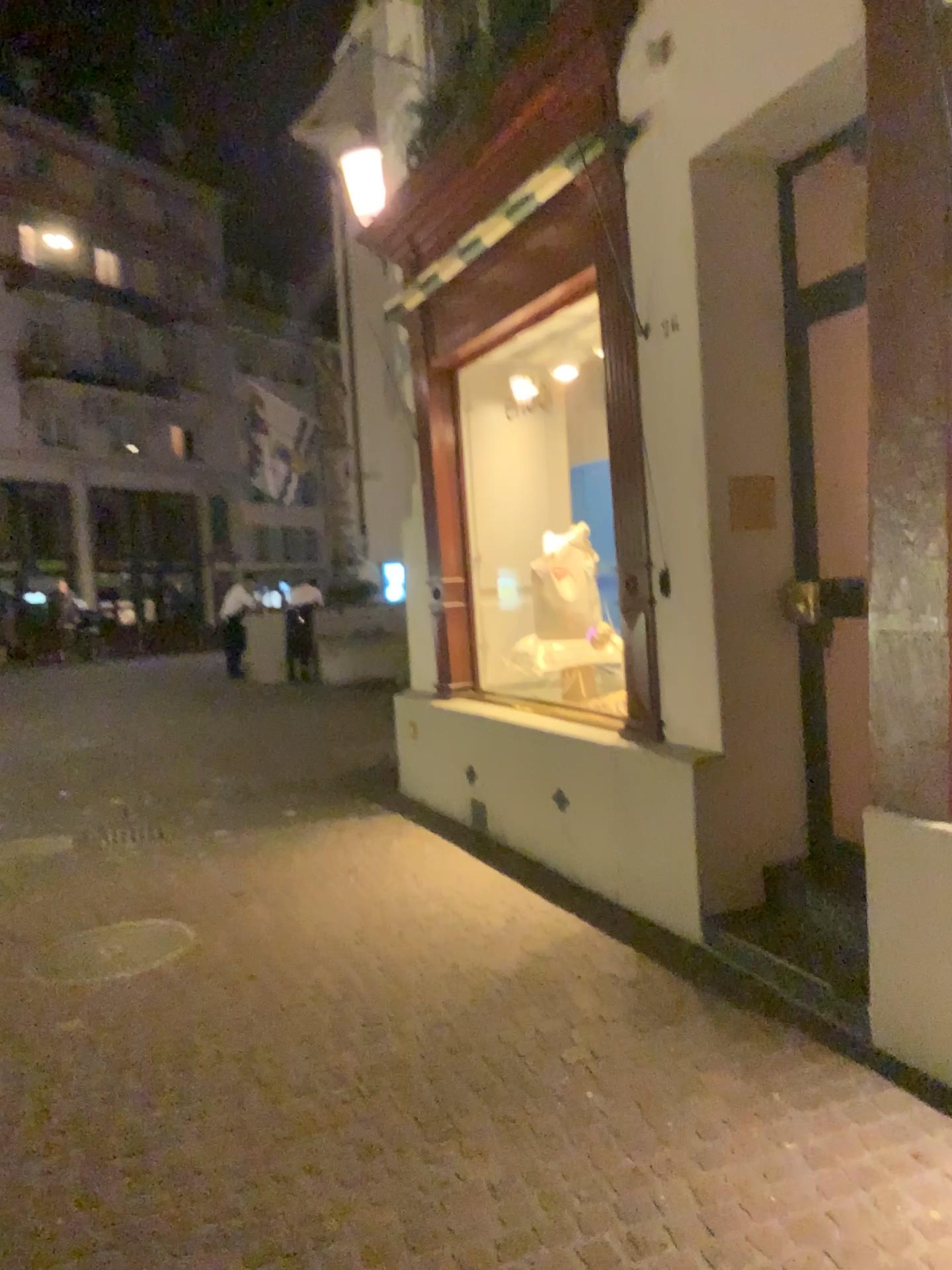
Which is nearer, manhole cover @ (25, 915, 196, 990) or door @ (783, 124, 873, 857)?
door @ (783, 124, 873, 857)

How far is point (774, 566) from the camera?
4.1m

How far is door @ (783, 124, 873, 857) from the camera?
4.0m

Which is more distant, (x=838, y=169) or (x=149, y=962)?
(x=149, y=962)

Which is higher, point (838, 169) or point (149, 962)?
point (838, 169)

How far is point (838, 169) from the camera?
4.0 meters

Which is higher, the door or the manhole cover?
the door
